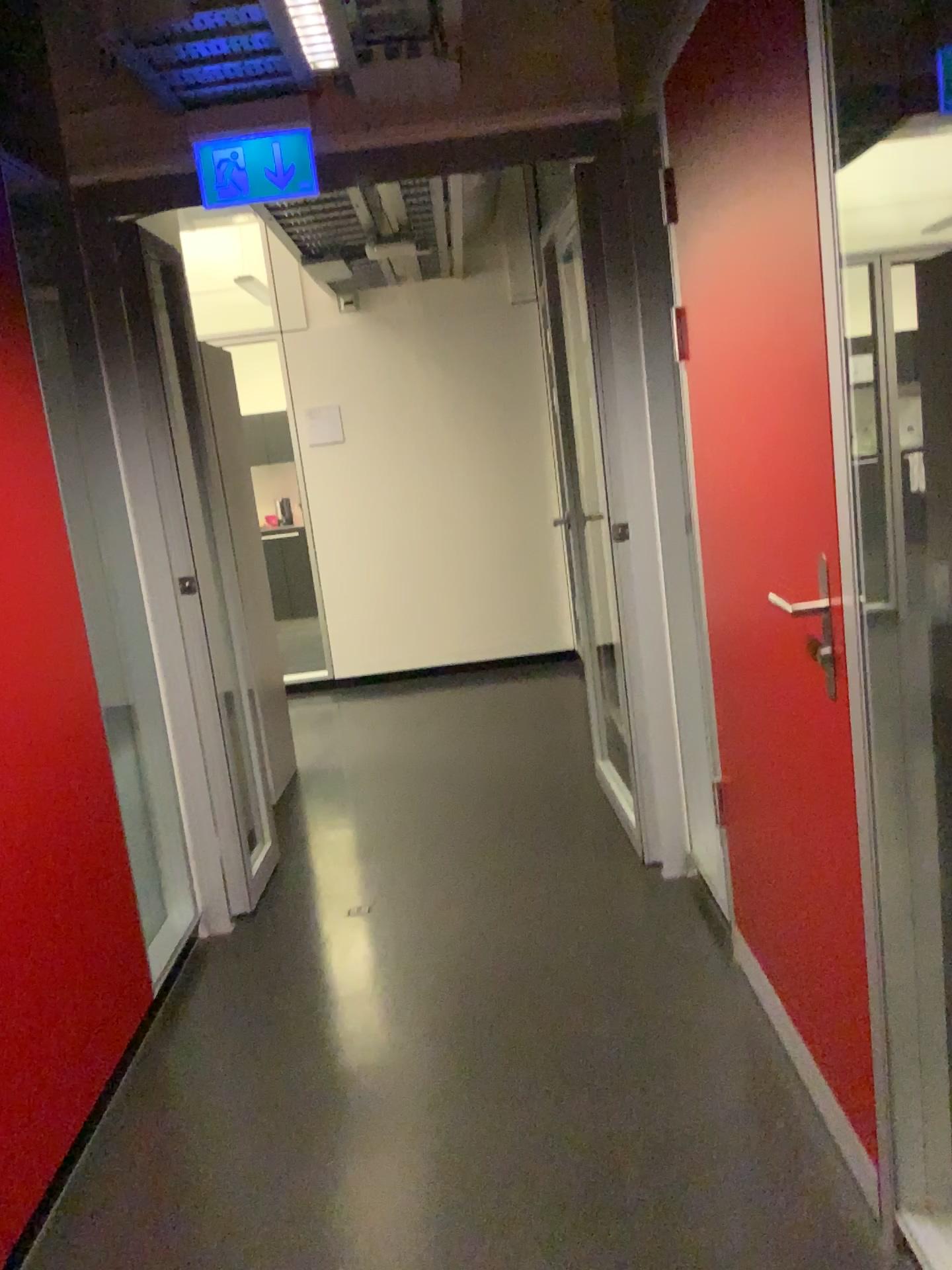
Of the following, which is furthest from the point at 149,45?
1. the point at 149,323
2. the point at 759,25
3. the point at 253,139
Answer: the point at 759,25

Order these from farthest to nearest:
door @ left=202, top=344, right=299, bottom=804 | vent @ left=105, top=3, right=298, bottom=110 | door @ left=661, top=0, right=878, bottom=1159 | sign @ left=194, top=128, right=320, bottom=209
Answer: door @ left=202, top=344, right=299, bottom=804 < sign @ left=194, top=128, right=320, bottom=209 < vent @ left=105, top=3, right=298, bottom=110 < door @ left=661, top=0, right=878, bottom=1159

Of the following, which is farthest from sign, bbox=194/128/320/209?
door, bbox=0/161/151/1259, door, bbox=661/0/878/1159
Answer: door, bbox=661/0/878/1159

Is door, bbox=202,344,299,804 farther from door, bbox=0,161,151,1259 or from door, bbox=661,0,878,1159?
door, bbox=661,0,878,1159

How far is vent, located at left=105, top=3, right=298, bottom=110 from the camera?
2.5m

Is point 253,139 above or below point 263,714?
above

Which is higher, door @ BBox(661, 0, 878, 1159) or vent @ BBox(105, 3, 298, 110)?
vent @ BBox(105, 3, 298, 110)

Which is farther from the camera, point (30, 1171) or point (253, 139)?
point (253, 139)

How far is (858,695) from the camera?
1.5m

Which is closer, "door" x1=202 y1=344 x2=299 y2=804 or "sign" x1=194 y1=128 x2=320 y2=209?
"sign" x1=194 y1=128 x2=320 y2=209
